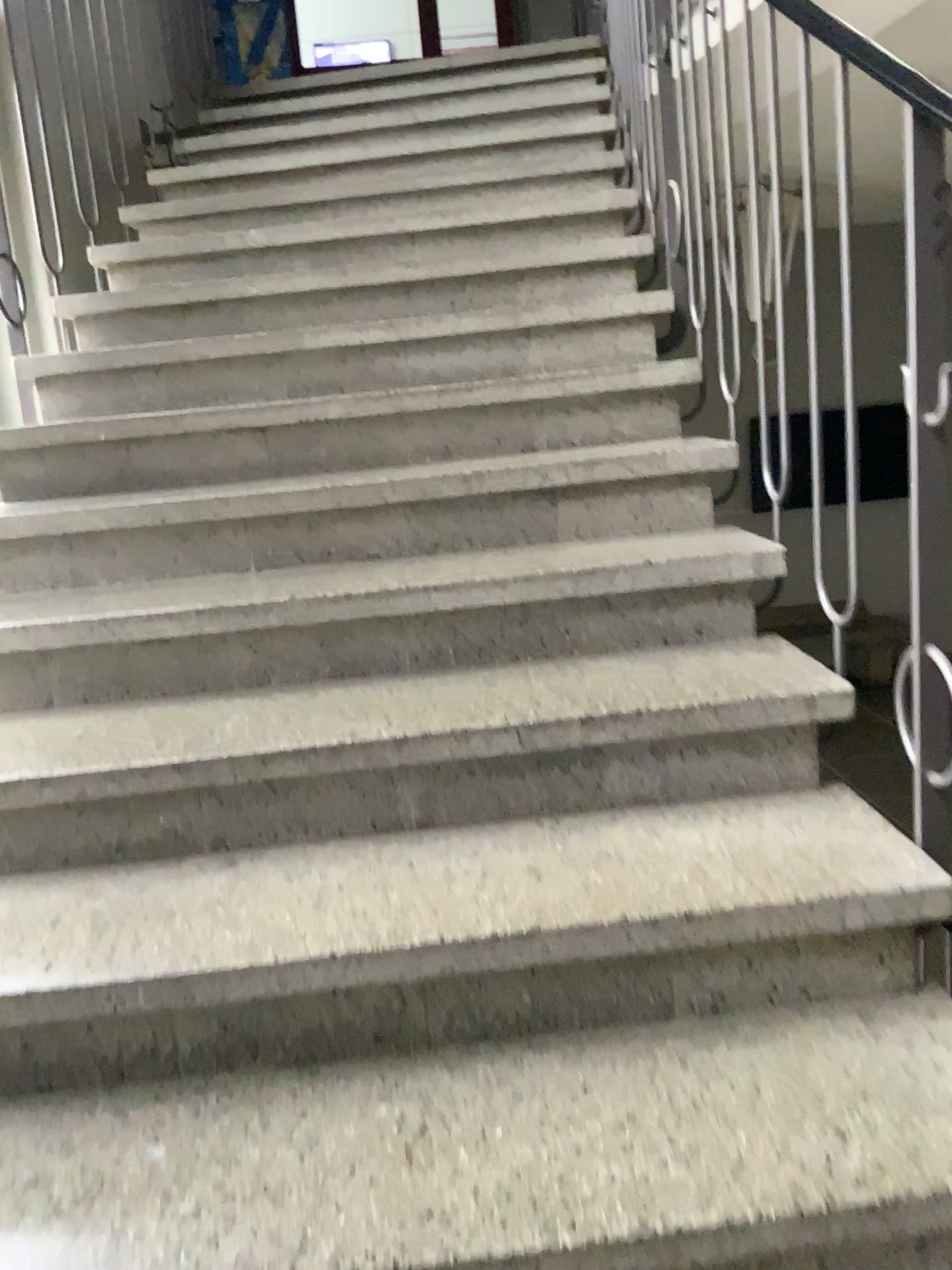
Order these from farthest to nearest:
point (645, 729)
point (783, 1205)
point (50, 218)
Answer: point (50, 218), point (645, 729), point (783, 1205)
